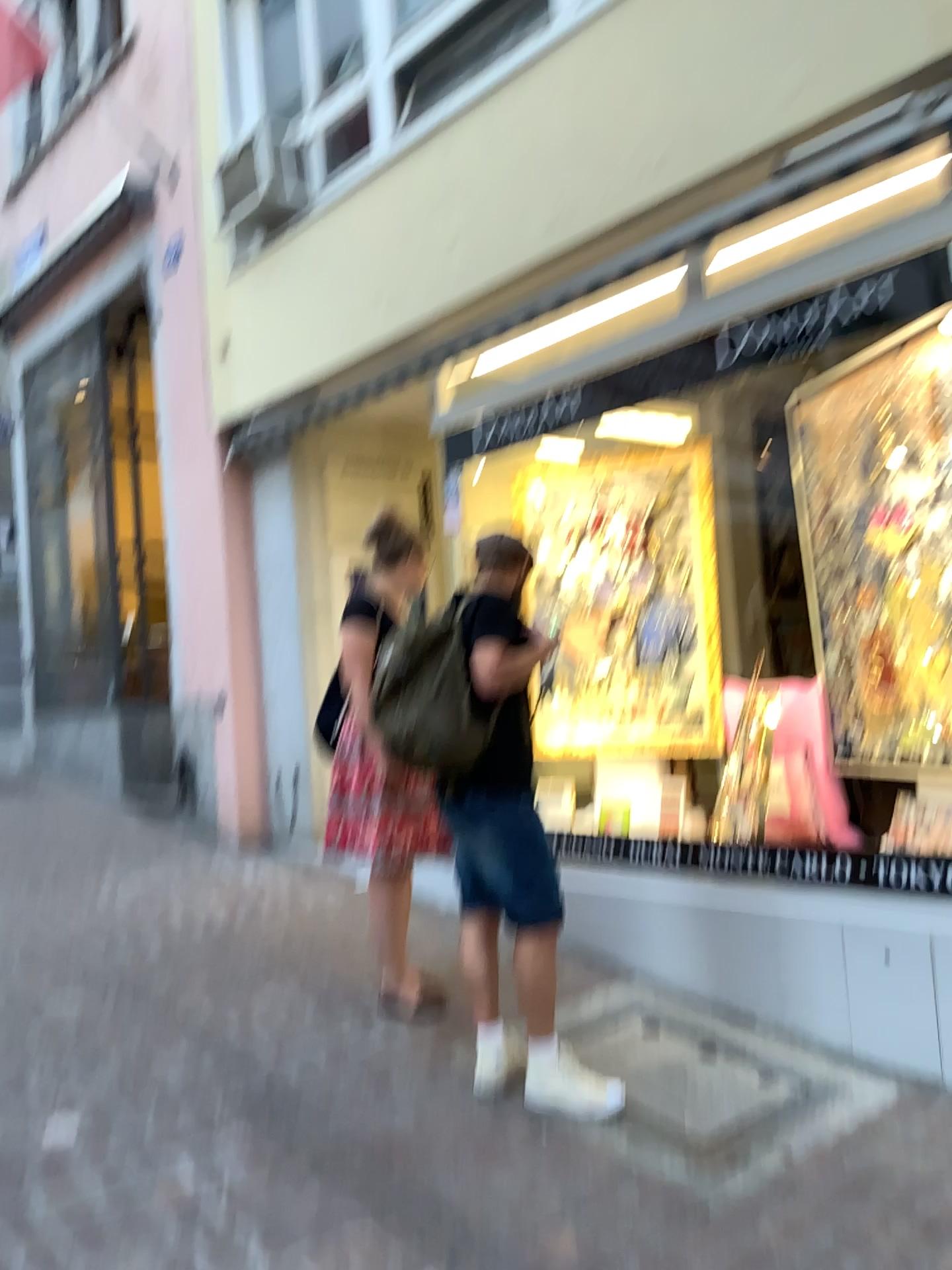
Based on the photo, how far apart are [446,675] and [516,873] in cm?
61

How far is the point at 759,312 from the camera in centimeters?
378cm

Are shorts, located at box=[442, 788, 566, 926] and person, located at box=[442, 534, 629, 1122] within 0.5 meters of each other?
yes

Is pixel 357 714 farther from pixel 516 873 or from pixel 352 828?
pixel 516 873

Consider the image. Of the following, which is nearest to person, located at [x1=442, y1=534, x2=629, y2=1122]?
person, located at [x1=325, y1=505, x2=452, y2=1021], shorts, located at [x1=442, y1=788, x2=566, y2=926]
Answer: shorts, located at [x1=442, y1=788, x2=566, y2=926]

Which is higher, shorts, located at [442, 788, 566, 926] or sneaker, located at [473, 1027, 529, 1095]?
shorts, located at [442, 788, 566, 926]

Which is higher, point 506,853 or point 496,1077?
point 506,853

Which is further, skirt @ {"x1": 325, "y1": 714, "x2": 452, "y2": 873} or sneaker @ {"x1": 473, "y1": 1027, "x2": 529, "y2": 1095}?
skirt @ {"x1": 325, "y1": 714, "x2": 452, "y2": 873}

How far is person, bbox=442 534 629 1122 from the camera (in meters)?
3.08

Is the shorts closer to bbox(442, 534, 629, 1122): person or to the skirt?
bbox(442, 534, 629, 1122): person
